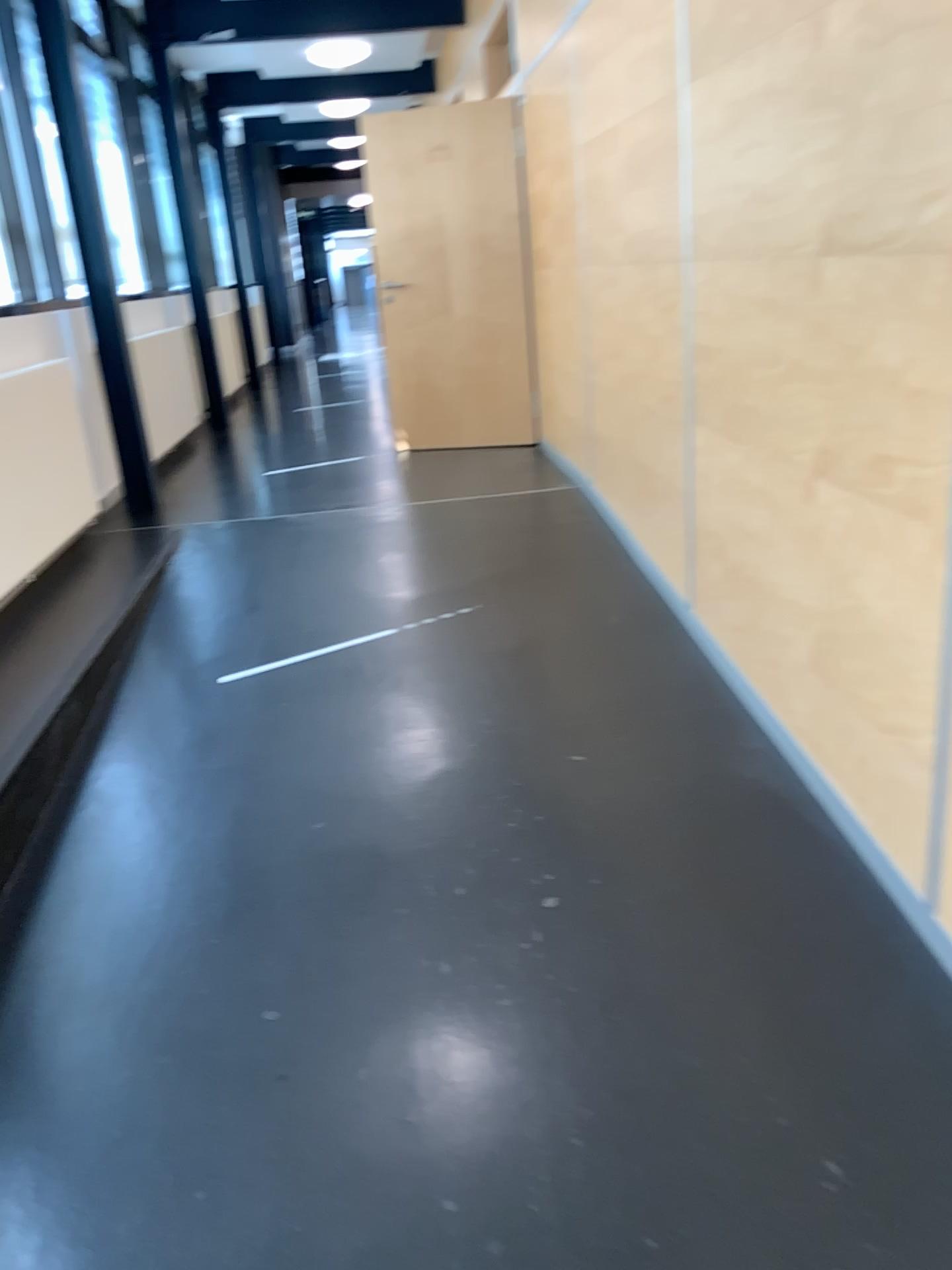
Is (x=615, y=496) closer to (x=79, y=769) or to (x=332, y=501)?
(x=332, y=501)
